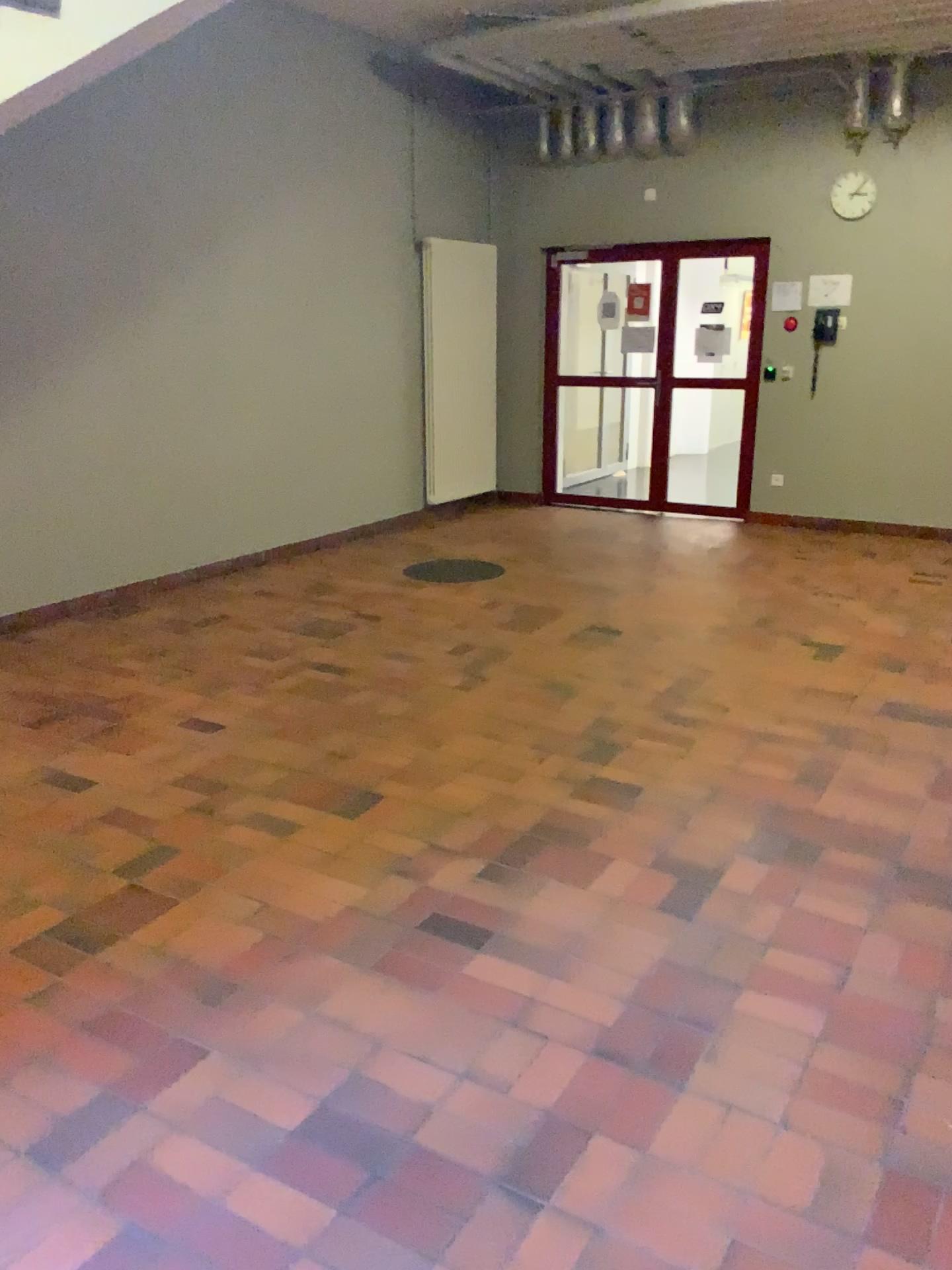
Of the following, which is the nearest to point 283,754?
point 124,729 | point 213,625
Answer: point 124,729
